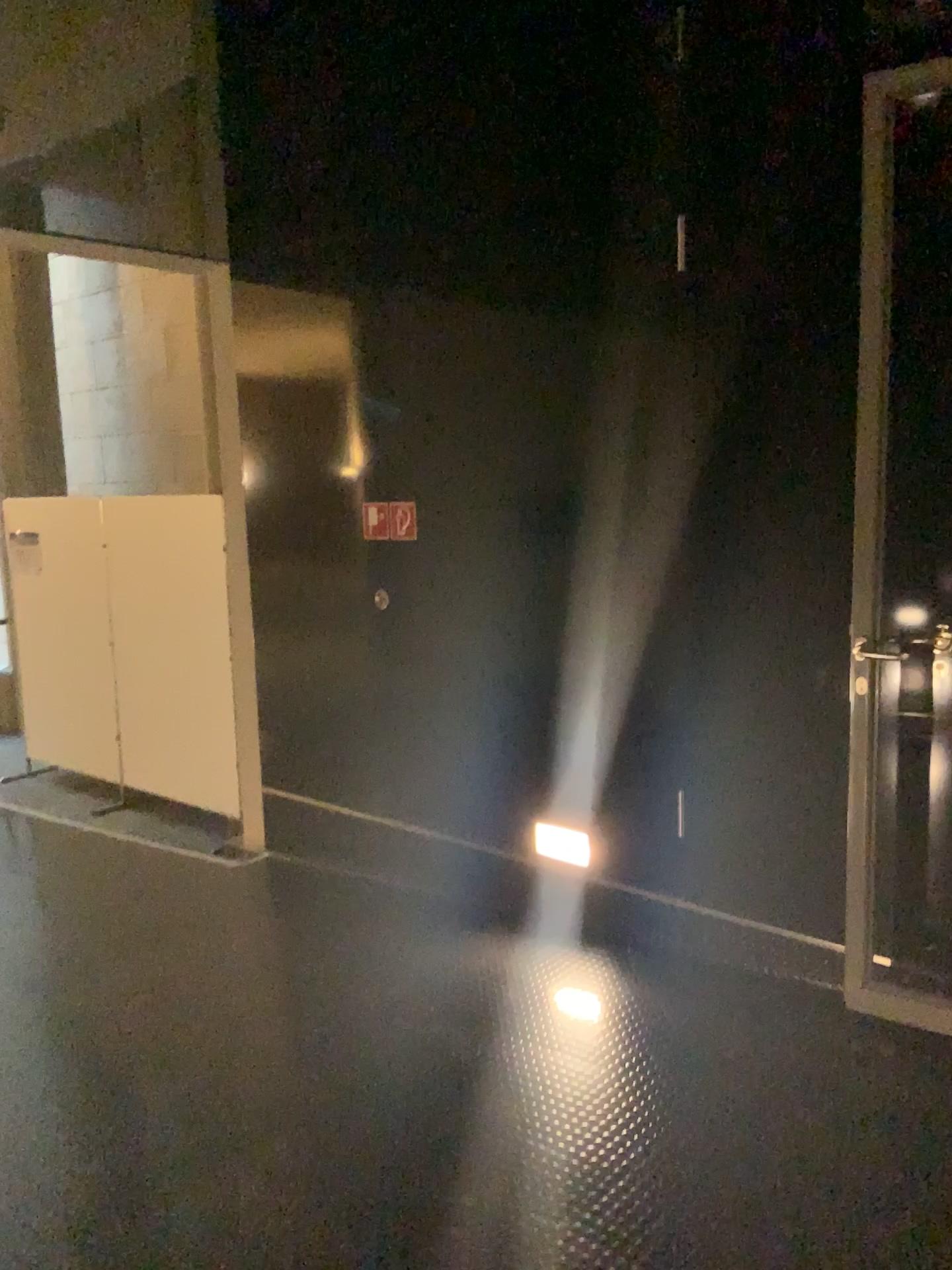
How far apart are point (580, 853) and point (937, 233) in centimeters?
233cm

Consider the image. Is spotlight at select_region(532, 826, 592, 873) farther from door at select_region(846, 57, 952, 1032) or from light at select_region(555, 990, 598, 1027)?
door at select_region(846, 57, 952, 1032)

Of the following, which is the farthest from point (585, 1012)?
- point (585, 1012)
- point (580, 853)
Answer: point (580, 853)

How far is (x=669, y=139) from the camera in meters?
3.3

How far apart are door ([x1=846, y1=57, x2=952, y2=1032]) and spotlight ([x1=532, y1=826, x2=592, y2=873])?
1.1 meters

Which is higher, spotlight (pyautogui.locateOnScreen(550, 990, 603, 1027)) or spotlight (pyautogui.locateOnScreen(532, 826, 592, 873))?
spotlight (pyautogui.locateOnScreen(532, 826, 592, 873))

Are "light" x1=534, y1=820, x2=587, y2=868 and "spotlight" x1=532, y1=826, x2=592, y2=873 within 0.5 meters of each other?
yes

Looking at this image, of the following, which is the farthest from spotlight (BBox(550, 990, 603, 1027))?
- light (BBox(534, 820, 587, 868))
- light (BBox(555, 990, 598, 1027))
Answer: light (BBox(534, 820, 587, 868))

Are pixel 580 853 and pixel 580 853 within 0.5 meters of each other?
yes

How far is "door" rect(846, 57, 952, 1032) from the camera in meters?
2.7 m
